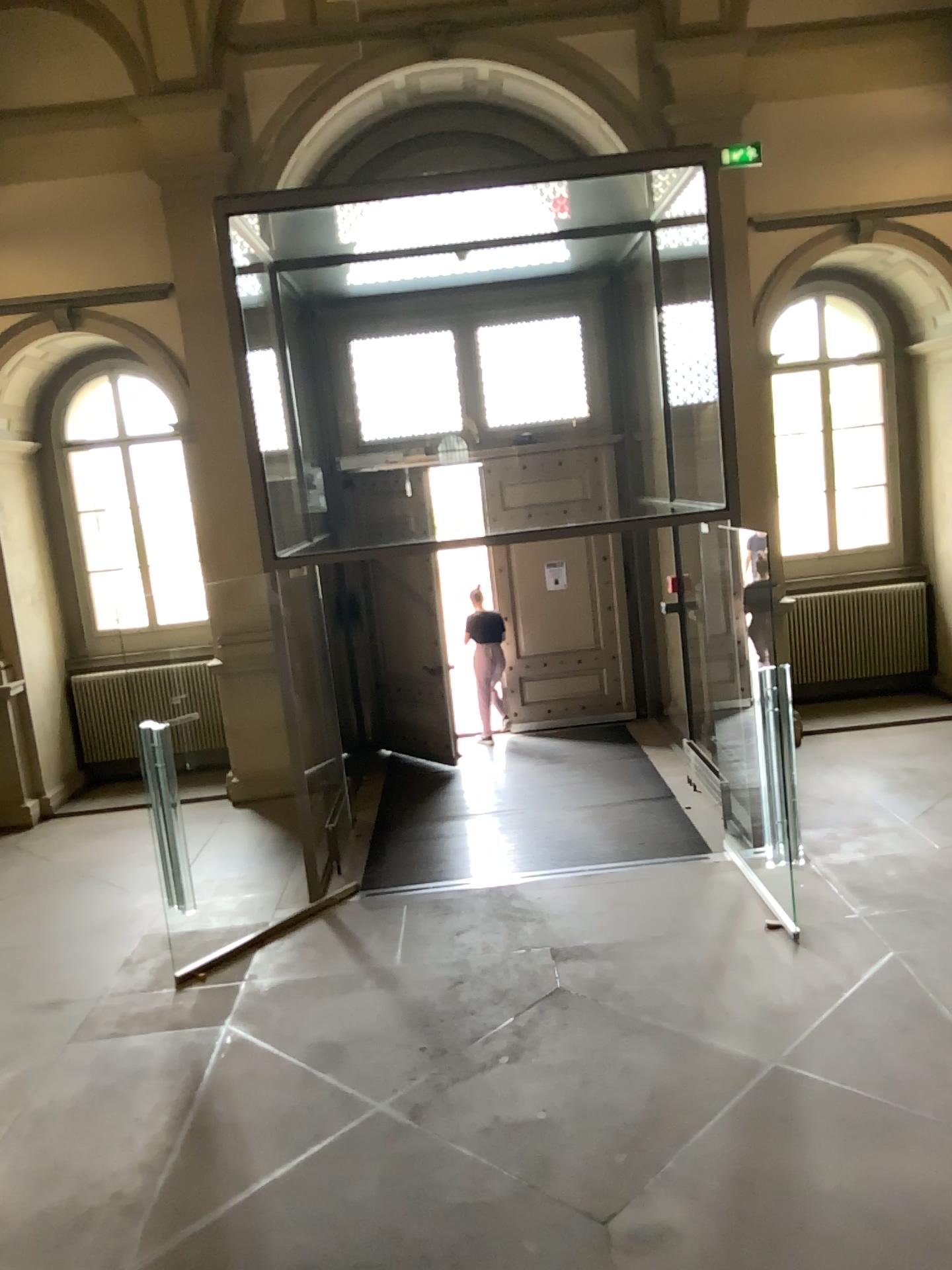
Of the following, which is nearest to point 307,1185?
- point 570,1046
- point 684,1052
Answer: point 570,1046
